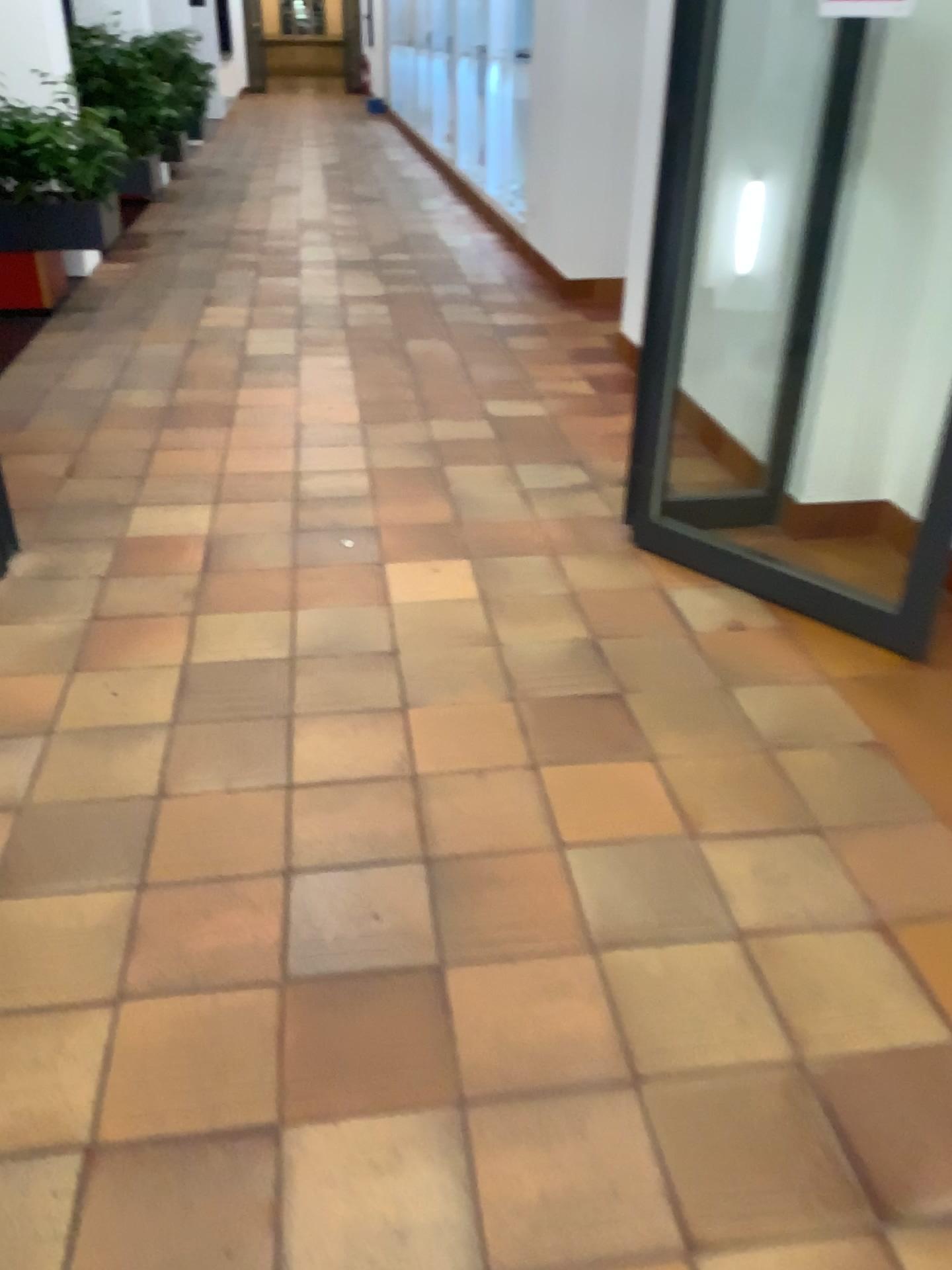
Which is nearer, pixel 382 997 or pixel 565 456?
pixel 382 997
